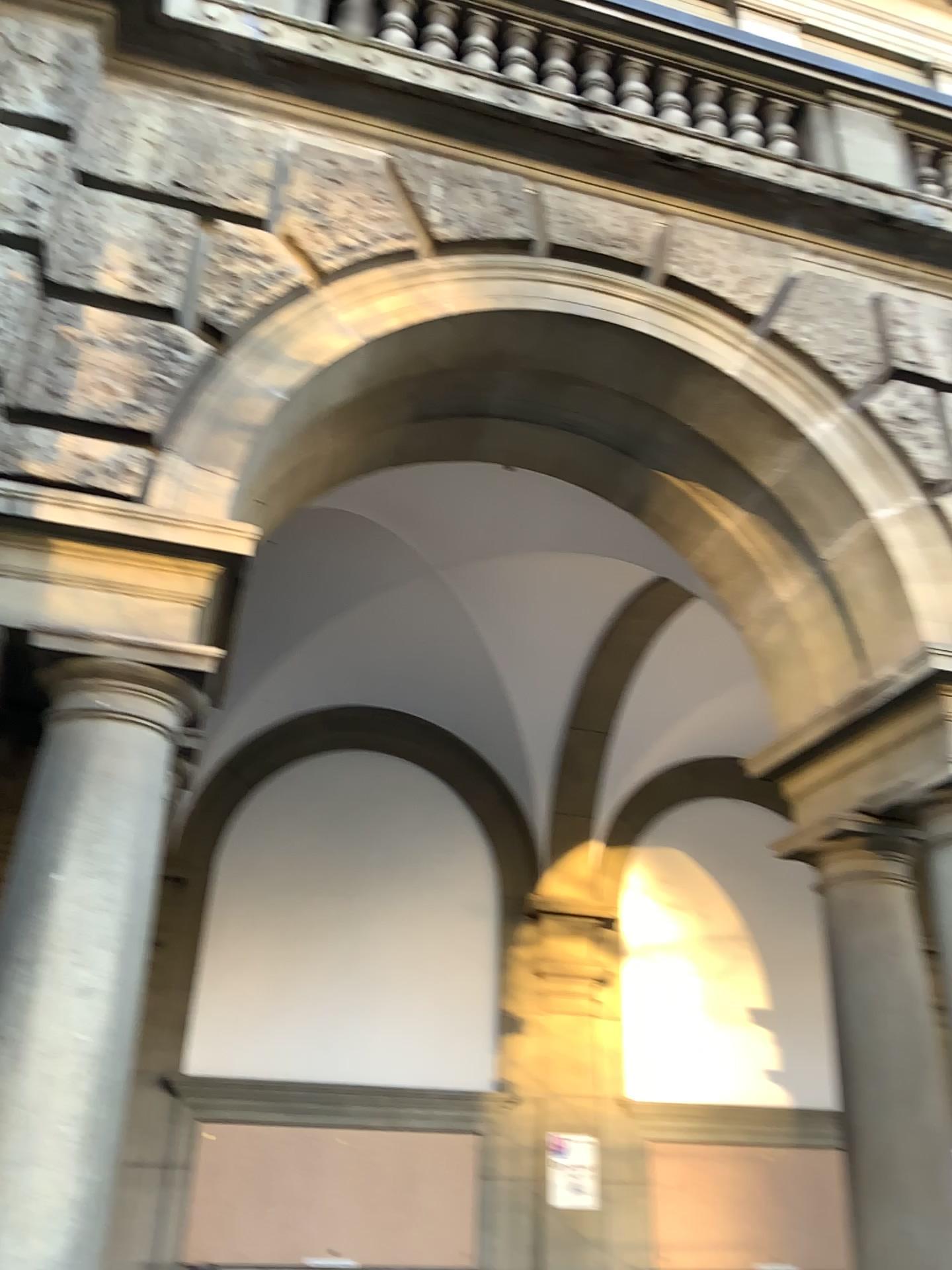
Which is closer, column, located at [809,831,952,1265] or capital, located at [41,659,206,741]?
capital, located at [41,659,206,741]

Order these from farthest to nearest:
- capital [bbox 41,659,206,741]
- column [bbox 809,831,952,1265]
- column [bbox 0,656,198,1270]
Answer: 1. column [bbox 809,831,952,1265]
2. capital [bbox 41,659,206,741]
3. column [bbox 0,656,198,1270]

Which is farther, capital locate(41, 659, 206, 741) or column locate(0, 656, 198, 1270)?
capital locate(41, 659, 206, 741)

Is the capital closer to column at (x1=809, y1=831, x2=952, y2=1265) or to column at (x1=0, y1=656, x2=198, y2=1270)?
column at (x1=0, y1=656, x2=198, y2=1270)

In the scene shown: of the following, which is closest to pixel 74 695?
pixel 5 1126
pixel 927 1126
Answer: pixel 5 1126

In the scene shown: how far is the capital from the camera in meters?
3.0

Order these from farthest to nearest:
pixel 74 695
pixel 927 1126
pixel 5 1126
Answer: pixel 927 1126 → pixel 74 695 → pixel 5 1126

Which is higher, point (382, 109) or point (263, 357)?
point (382, 109)

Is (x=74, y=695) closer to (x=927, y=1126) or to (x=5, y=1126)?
(x=5, y=1126)

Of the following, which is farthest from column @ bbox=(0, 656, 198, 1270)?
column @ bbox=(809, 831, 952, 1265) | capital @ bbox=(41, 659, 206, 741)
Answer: column @ bbox=(809, 831, 952, 1265)
